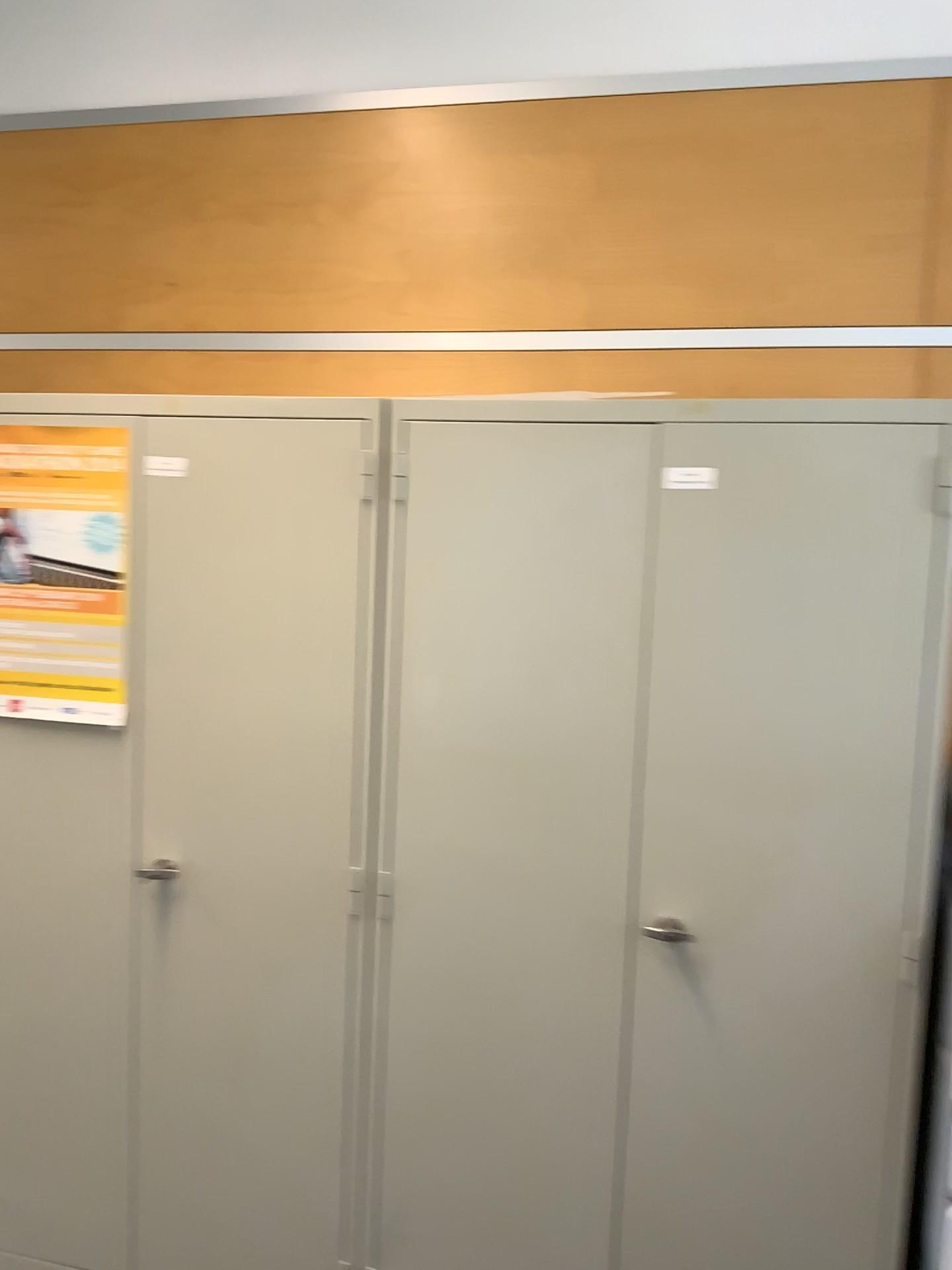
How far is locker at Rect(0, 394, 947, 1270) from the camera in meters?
1.8

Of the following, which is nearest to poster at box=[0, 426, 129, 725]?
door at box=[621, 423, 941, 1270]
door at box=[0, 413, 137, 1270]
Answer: door at box=[0, 413, 137, 1270]

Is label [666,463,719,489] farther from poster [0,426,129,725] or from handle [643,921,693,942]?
poster [0,426,129,725]

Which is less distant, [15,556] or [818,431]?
[818,431]

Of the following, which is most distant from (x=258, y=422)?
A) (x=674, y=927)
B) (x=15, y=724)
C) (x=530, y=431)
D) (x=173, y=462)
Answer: (x=674, y=927)

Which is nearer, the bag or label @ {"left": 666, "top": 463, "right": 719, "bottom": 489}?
label @ {"left": 666, "top": 463, "right": 719, "bottom": 489}

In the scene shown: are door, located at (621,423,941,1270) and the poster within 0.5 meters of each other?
no

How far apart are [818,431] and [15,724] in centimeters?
166cm

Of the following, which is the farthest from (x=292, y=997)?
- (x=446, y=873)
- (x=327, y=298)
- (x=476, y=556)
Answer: (x=327, y=298)

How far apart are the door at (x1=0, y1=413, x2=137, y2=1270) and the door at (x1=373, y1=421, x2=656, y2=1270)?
0.55m
